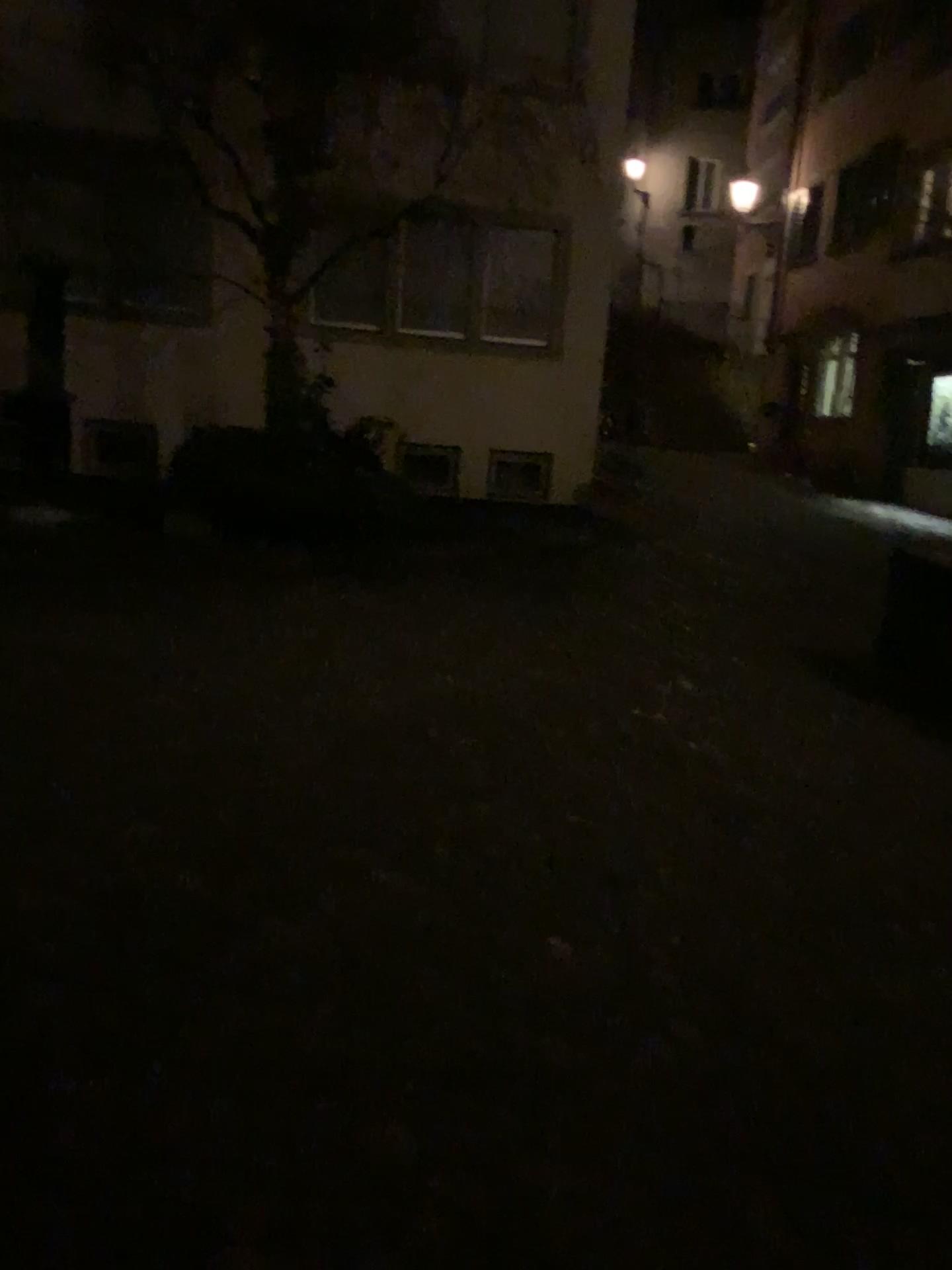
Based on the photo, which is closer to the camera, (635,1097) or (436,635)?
(635,1097)
